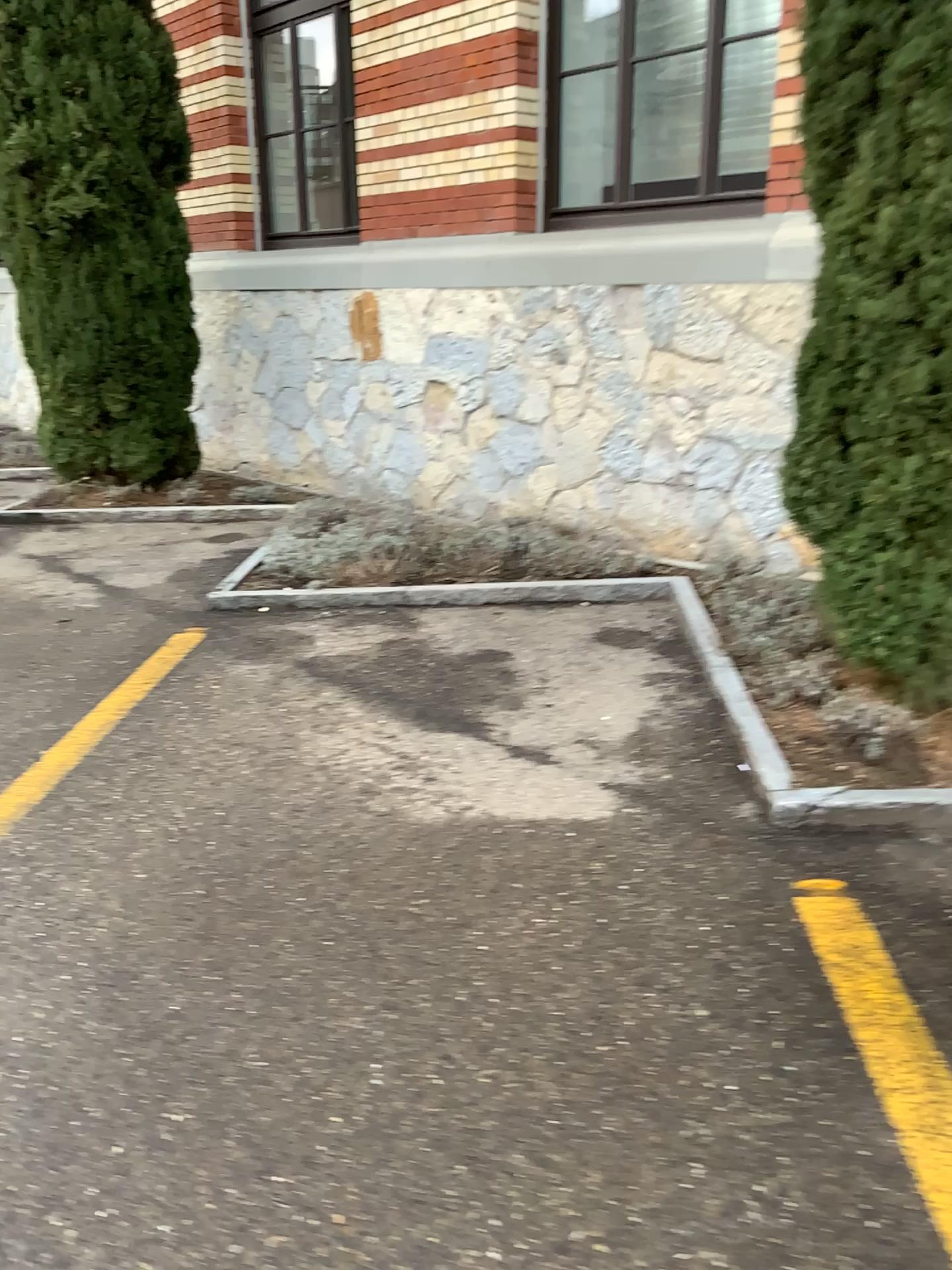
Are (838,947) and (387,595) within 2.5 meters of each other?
no
